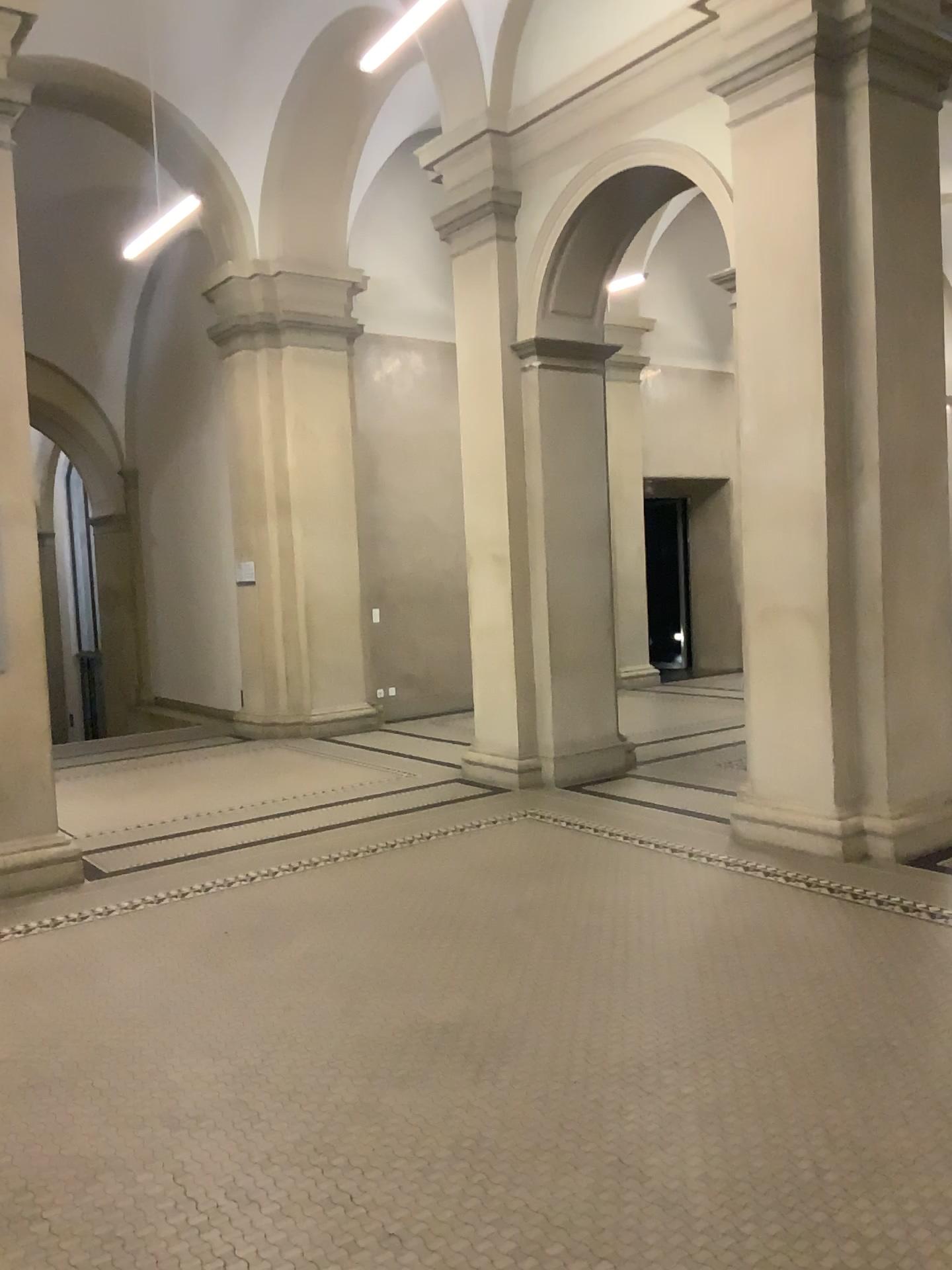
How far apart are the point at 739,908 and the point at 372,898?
1.7 meters
